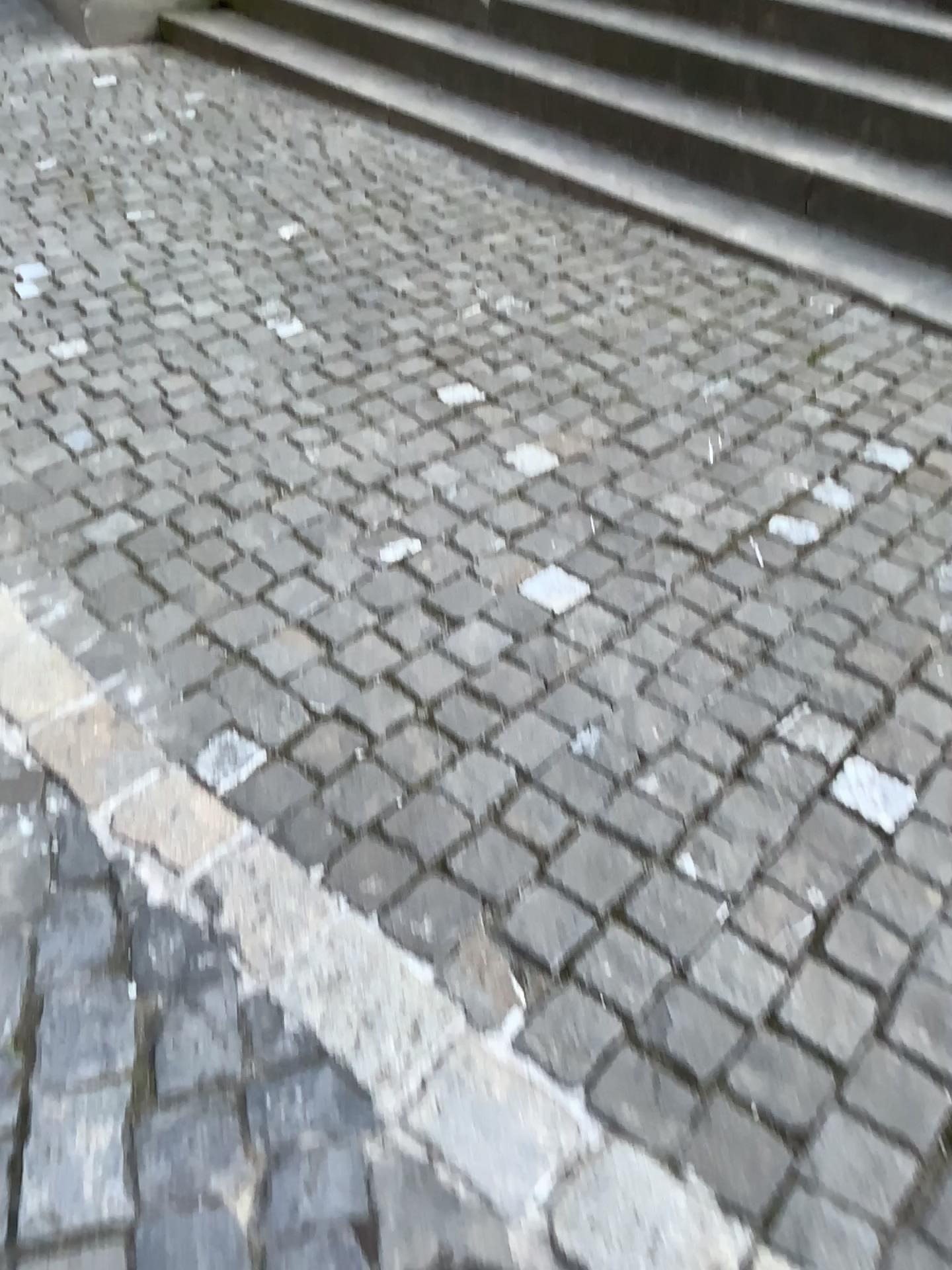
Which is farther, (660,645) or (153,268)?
(153,268)

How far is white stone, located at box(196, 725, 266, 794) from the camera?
1.7m

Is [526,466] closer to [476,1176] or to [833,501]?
[833,501]

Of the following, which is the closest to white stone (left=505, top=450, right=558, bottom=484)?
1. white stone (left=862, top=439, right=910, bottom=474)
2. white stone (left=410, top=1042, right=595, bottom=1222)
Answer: white stone (left=862, top=439, right=910, bottom=474)

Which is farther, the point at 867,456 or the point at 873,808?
the point at 867,456

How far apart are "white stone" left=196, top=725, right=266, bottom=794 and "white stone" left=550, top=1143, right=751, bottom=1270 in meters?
0.8 m

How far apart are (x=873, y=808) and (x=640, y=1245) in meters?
0.7 m

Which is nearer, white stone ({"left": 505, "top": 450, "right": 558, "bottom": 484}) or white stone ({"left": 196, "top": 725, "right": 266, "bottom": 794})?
white stone ({"left": 196, "top": 725, "right": 266, "bottom": 794})

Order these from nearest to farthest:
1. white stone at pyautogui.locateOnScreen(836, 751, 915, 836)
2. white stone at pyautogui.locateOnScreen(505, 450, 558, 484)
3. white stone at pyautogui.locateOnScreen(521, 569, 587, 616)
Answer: white stone at pyautogui.locateOnScreen(836, 751, 915, 836)
white stone at pyautogui.locateOnScreen(521, 569, 587, 616)
white stone at pyautogui.locateOnScreen(505, 450, 558, 484)

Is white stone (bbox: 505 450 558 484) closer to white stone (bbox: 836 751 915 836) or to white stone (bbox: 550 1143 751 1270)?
white stone (bbox: 836 751 915 836)
